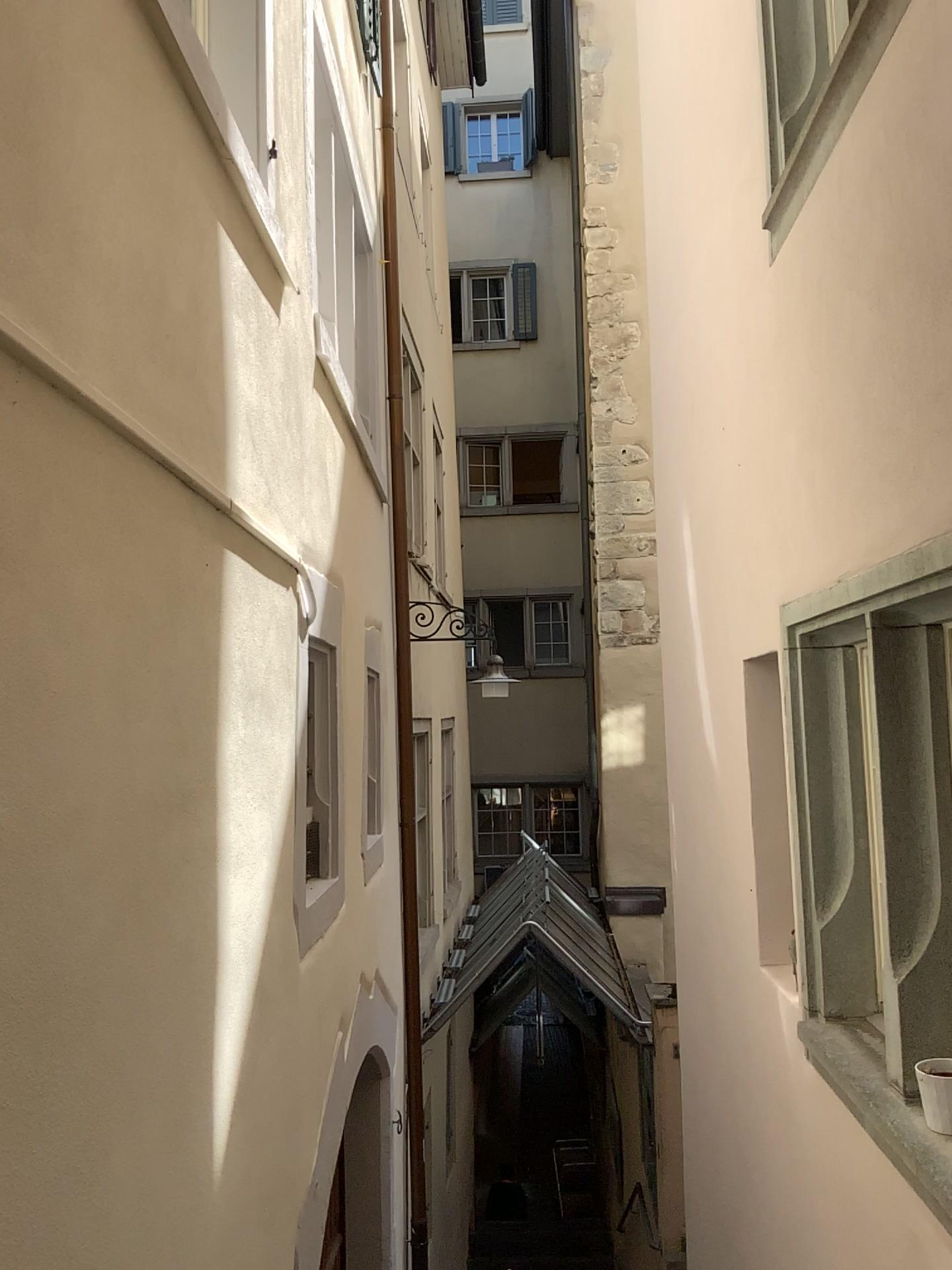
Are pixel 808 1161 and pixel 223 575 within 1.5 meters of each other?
no
